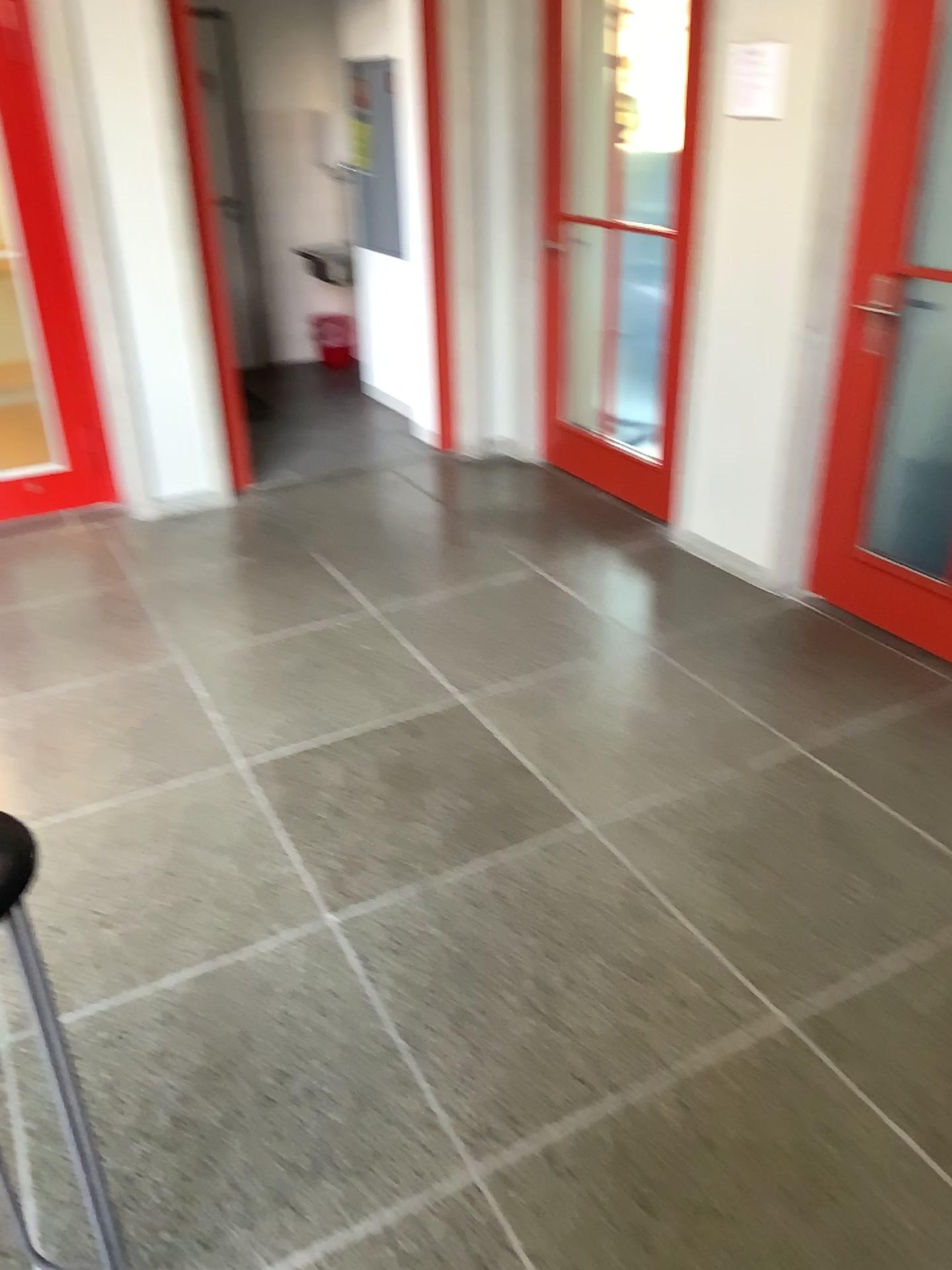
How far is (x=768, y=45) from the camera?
3.2 meters

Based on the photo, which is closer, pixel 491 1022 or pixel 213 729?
pixel 491 1022

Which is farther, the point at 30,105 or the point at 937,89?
the point at 30,105

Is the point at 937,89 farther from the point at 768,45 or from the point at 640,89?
the point at 640,89

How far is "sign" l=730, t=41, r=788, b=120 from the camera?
3.2m

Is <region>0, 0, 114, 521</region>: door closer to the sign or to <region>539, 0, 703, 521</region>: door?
<region>539, 0, 703, 521</region>: door

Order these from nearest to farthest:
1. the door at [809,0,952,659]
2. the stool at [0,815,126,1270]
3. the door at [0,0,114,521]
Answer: the stool at [0,815,126,1270]
the door at [809,0,952,659]
the door at [0,0,114,521]

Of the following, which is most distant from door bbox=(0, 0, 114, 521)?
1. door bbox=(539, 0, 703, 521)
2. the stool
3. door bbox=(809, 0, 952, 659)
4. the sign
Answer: the stool

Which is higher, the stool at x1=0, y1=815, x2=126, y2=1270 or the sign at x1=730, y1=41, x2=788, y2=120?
the sign at x1=730, y1=41, x2=788, y2=120

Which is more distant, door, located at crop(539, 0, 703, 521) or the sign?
door, located at crop(539, 0, 703, 521)
